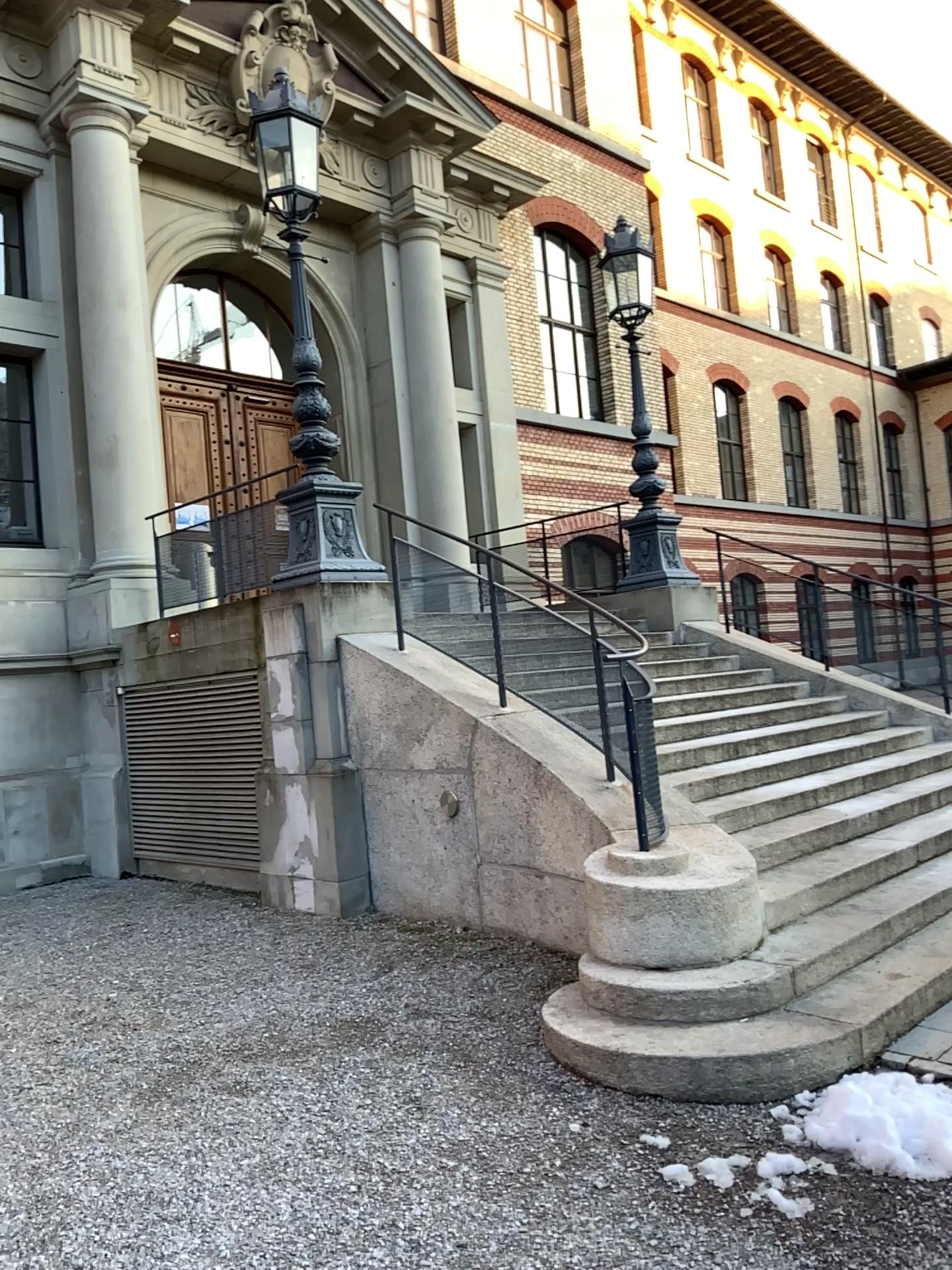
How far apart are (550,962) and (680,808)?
1.0m
